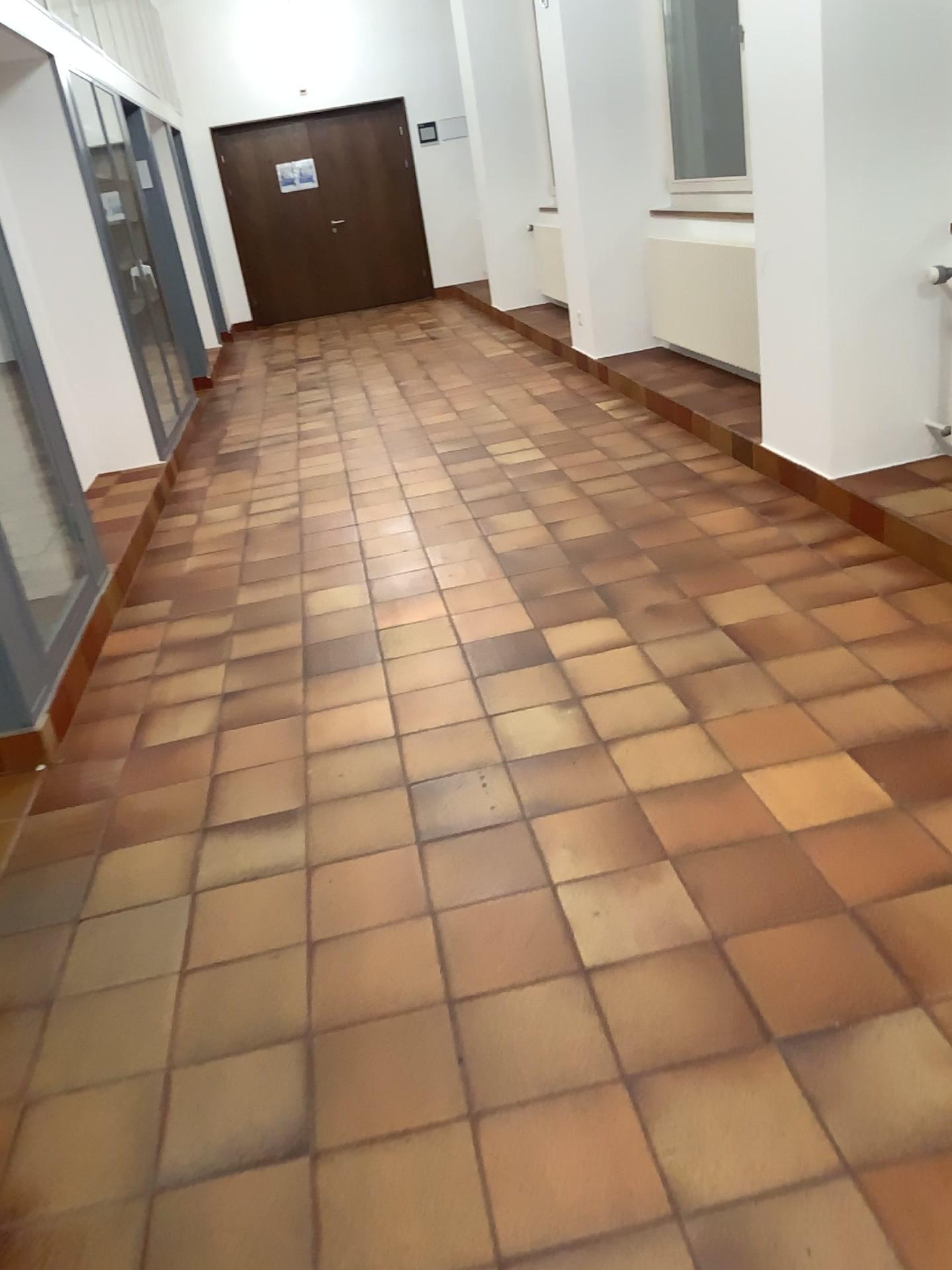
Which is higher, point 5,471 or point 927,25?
point 927,25

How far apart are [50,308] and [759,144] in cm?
314
